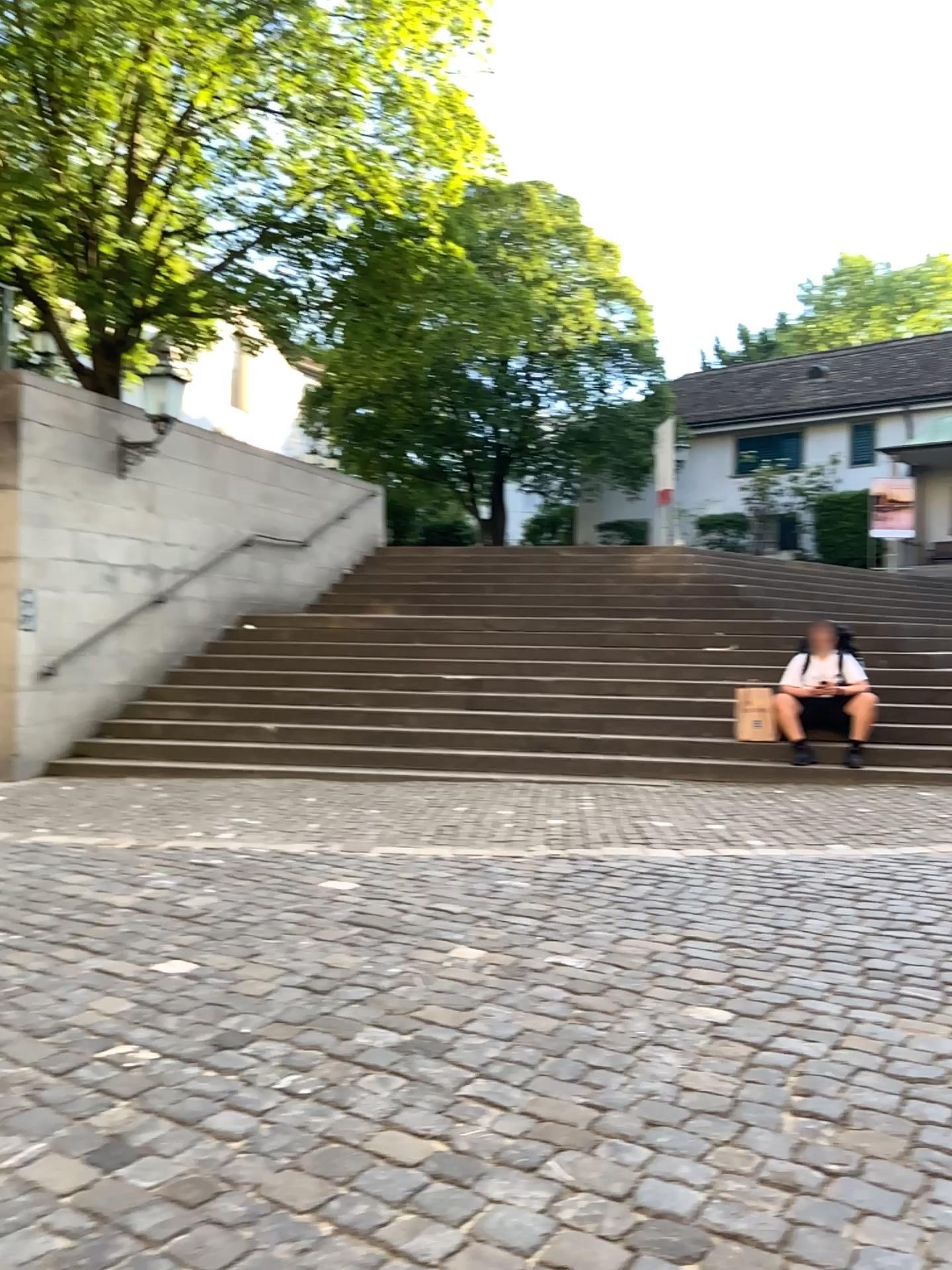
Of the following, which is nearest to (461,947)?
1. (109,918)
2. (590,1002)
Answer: (590,1002)
